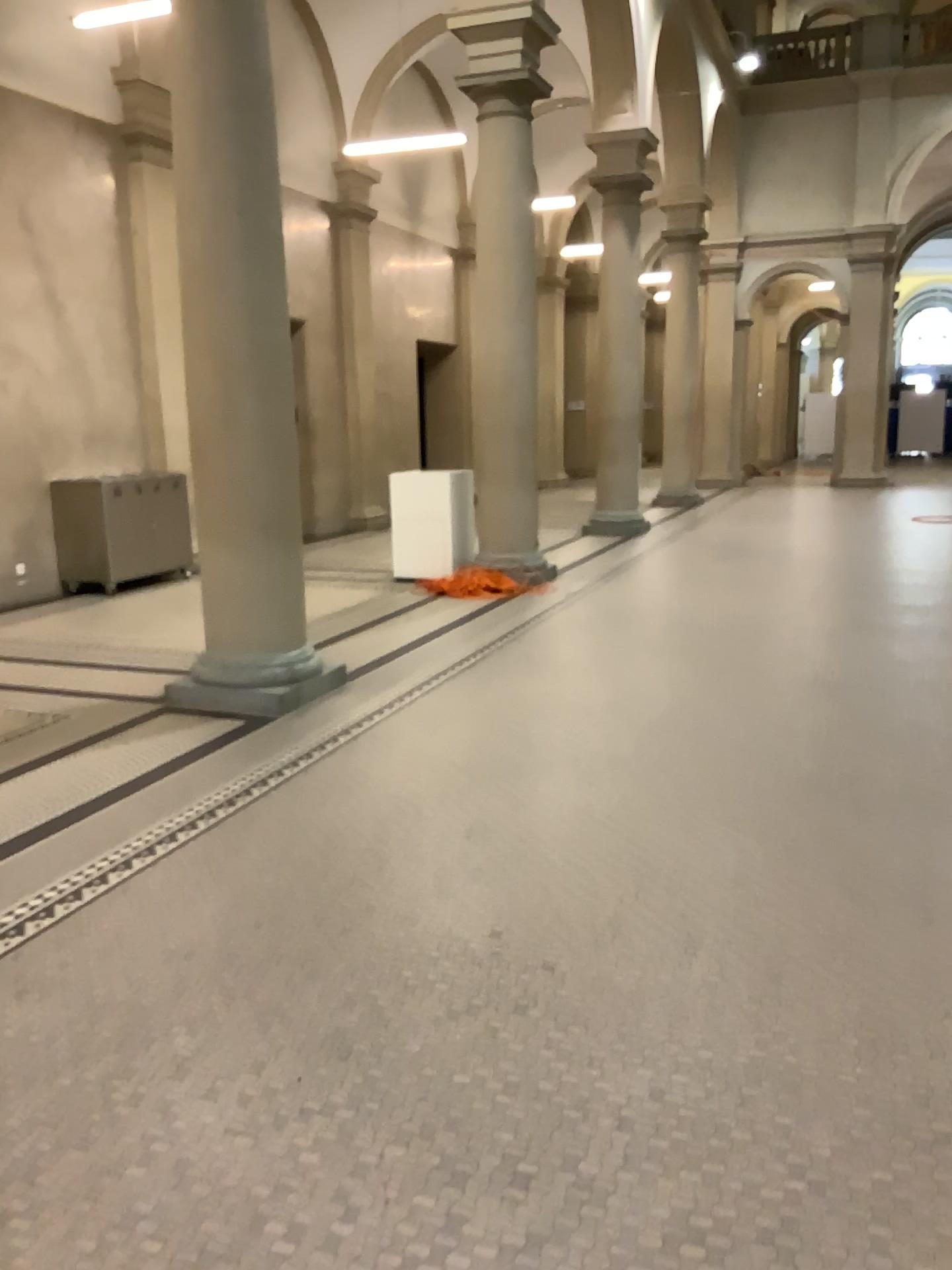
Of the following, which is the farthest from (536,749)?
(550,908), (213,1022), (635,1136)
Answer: (635,1136)
